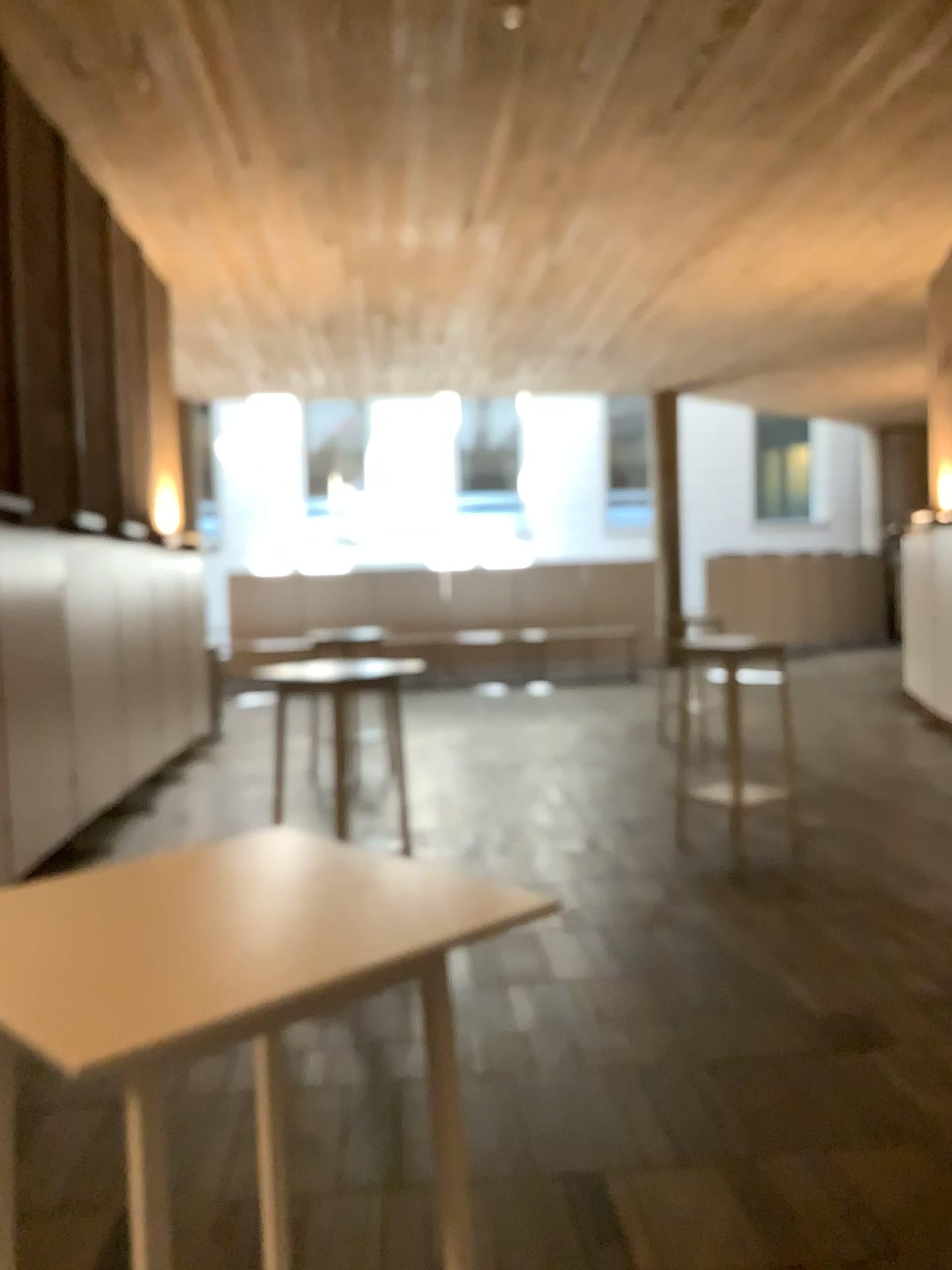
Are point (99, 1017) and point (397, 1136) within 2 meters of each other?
no
